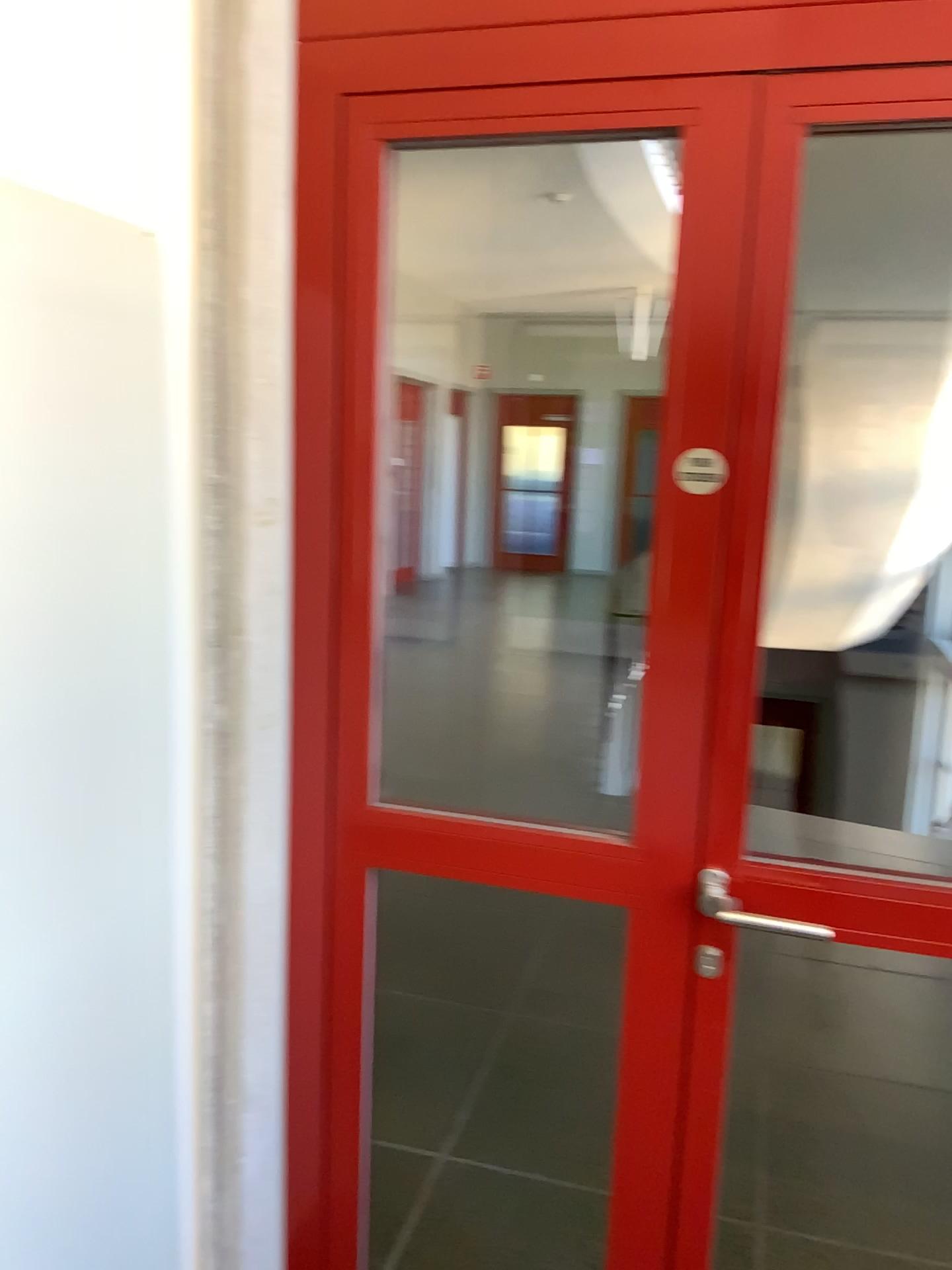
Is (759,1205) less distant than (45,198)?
No

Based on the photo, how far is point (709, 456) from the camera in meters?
1.4

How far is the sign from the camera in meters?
1.4 m

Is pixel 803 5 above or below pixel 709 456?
above
